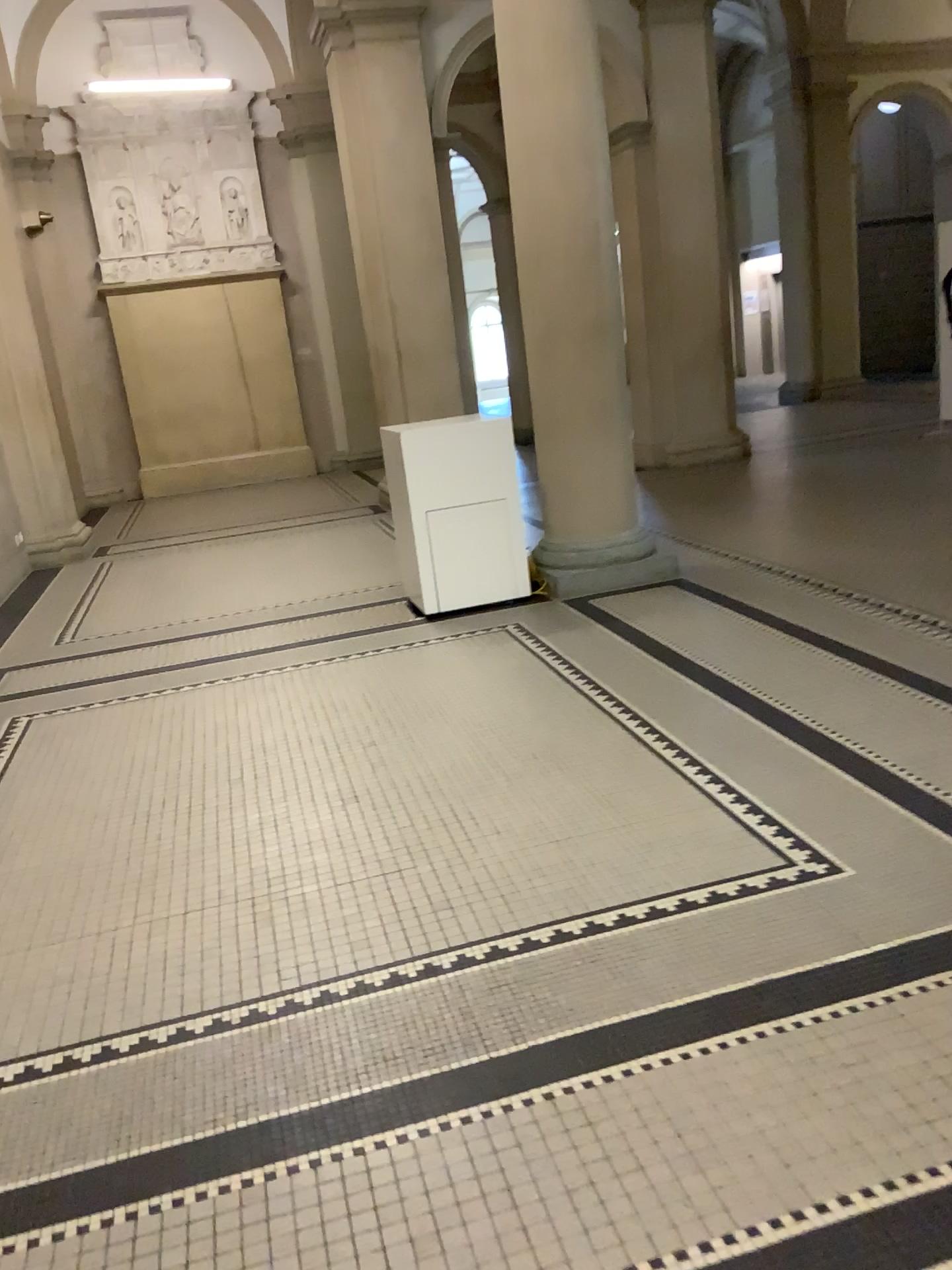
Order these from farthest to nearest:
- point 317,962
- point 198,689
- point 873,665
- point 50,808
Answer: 1. point 198,689
2. point 873,665
3. point 50,808
4. point 317,962
